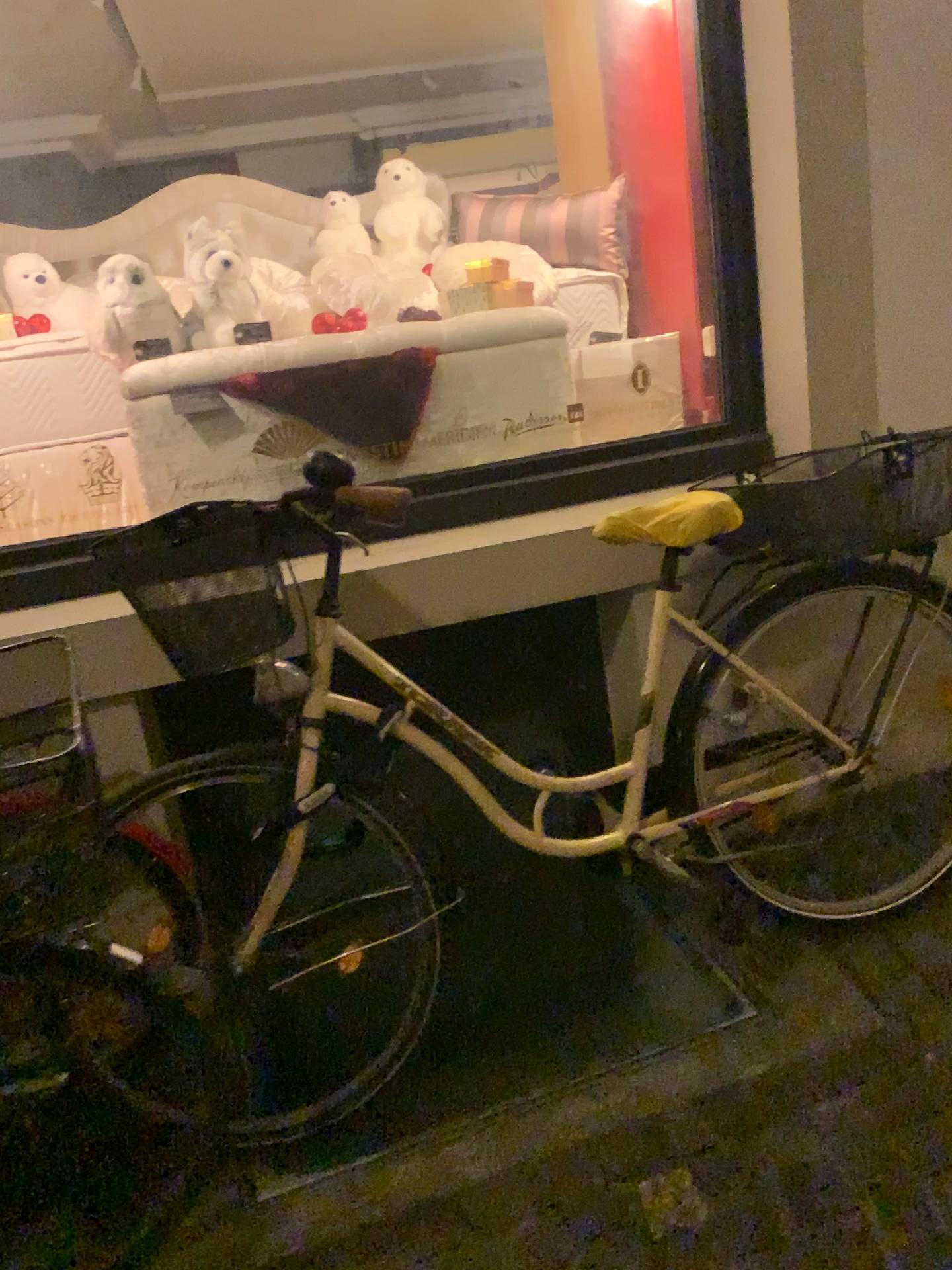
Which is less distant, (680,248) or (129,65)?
(129,65)

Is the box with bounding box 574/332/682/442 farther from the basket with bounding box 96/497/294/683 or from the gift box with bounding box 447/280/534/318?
the basket with bounding box 96/497/294/683

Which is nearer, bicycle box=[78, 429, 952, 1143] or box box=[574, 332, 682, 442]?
bicycle box=[78, 429, 952, 1143]

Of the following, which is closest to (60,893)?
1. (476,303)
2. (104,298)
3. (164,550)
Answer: (164,550)

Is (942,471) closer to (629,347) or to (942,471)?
(942,471)

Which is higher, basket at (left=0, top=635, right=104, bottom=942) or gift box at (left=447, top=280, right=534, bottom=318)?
gift box at (left=447, top=280, right=534, bottom=318)

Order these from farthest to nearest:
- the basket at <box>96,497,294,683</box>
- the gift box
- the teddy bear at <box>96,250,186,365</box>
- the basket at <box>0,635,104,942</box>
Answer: the gift box → the teddy bear at <box>96,250,186,365</box> → the basket at <box>96,497,294,683</box> → the basket at <box>0,635,104,942</box>

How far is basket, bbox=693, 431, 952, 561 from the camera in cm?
174

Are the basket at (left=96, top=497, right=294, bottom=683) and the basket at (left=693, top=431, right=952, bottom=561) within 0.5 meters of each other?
no

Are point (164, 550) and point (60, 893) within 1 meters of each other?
yes
